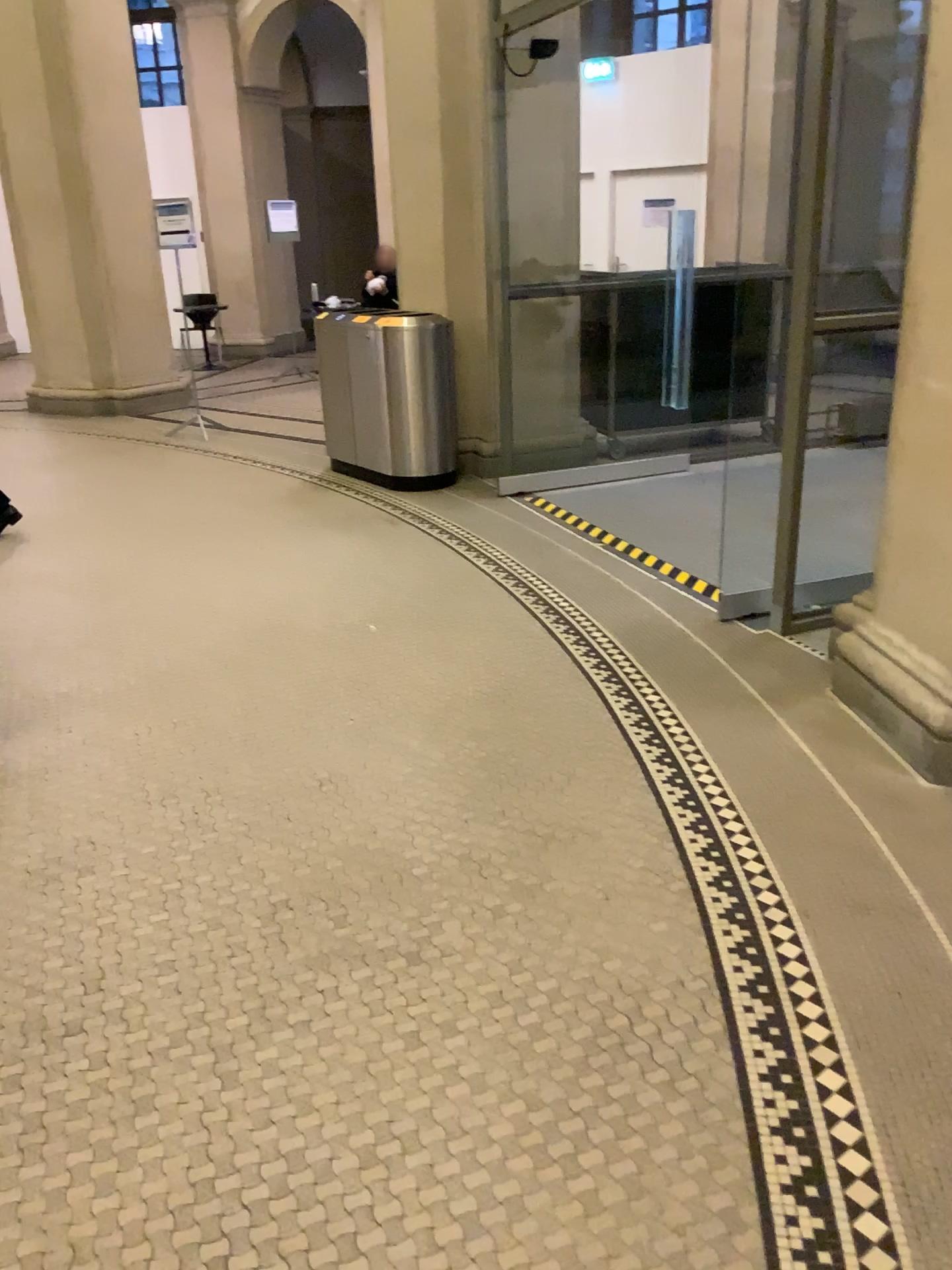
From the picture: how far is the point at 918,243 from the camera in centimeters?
298cm

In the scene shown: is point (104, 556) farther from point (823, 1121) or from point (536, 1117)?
point (823, 1121)

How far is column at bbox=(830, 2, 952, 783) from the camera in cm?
298
